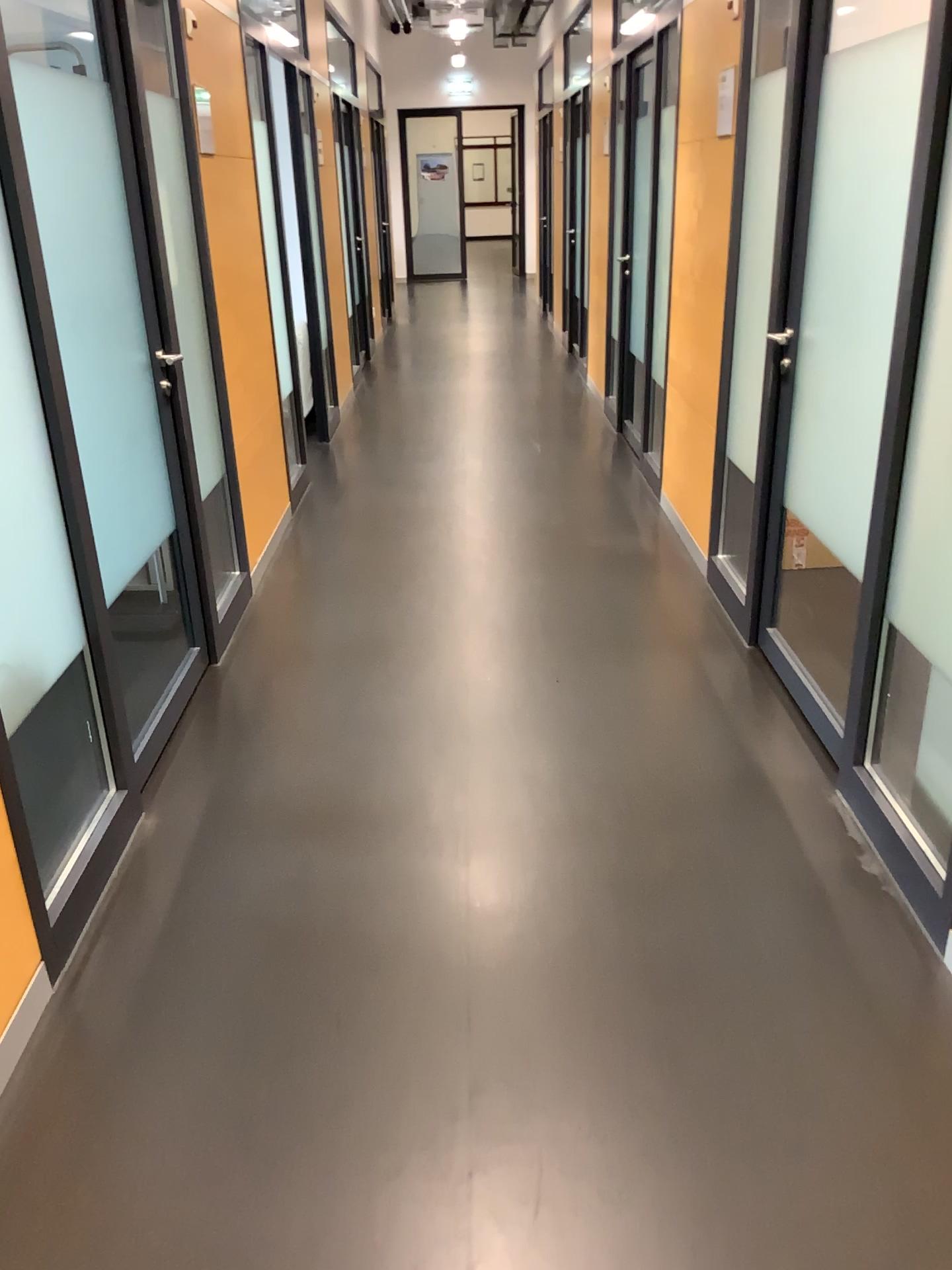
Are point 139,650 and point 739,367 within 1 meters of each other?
no

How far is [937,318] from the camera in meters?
2.2

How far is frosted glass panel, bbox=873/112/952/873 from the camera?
2.16m
